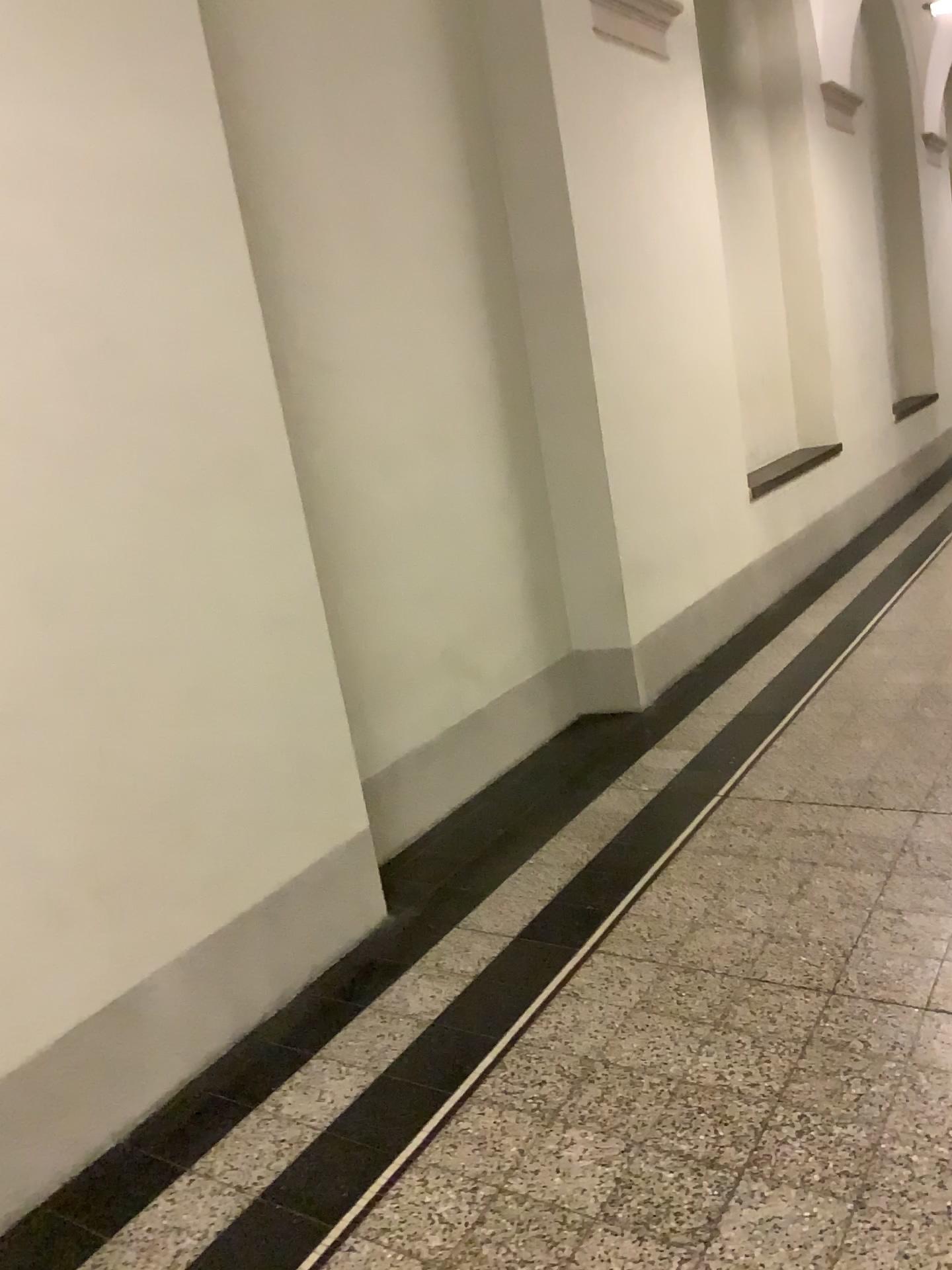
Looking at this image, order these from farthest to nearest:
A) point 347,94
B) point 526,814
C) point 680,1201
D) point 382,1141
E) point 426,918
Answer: point 526,814
point 347,94
point 426,918
point 382,1141
point 680,1201
